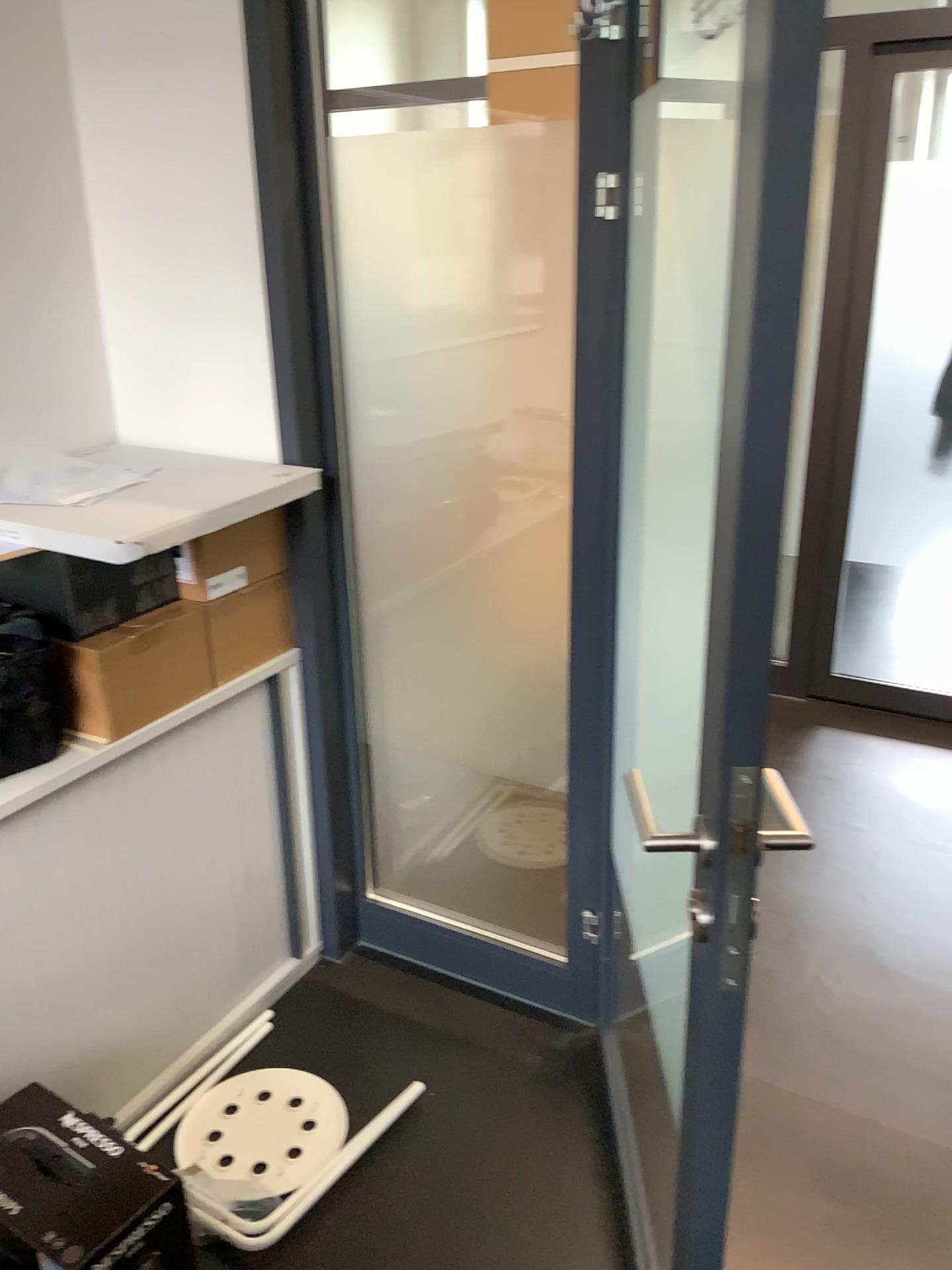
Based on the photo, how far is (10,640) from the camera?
1.6m

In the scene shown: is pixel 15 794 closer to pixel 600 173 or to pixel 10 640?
pixel 10 640

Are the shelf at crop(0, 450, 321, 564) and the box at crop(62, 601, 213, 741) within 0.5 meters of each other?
yes

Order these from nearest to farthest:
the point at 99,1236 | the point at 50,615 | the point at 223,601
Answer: the point at 99,1236
the point at 50,615
the point at 223,601

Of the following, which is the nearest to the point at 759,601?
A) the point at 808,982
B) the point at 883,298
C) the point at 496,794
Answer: the point at 808,982

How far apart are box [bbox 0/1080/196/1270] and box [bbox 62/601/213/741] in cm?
57

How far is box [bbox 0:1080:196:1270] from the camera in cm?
143

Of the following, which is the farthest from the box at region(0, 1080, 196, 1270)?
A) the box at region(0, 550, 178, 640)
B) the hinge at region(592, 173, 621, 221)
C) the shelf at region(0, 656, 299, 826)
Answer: the hinge at region(592, 173, 621, 221)

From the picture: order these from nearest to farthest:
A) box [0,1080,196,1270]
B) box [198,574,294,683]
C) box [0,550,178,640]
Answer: box [0,1080,196,1270] → box [0,550,178,640] → box [198,574,294,683]

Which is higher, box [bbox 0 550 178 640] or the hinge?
the hinge
